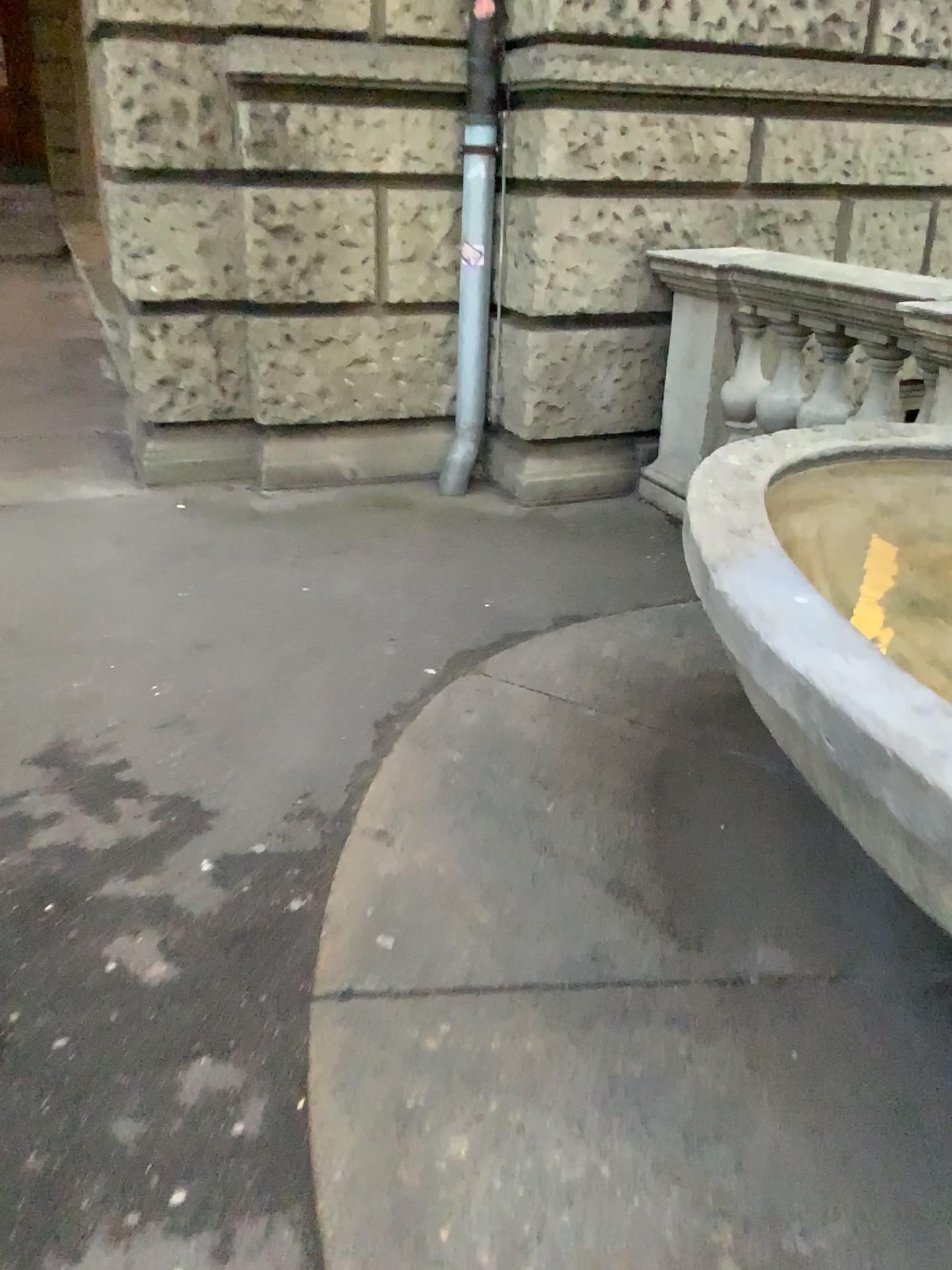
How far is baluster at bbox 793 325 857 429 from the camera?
3.7 meters

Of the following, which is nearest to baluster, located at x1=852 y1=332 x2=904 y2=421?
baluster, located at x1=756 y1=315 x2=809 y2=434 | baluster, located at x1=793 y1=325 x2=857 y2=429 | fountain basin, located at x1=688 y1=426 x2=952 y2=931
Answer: baluster, located at x1=793 y1=325 x2=857 y2=429

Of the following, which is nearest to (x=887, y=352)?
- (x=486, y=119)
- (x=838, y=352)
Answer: (x=838, y=352)

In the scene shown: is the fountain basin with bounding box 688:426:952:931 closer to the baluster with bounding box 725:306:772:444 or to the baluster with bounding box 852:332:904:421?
the baluster with bounding box 852:332:904:421

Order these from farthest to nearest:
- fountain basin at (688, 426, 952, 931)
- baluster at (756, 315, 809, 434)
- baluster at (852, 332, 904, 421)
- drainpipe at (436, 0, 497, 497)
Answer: drainpipe at (436, 0, 497, 497) < baluster at (756, 315, 809, 434) < baluster at (852, 332, 904, 421) < fountain basin at (688, 426, 952, 931)

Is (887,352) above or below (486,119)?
below

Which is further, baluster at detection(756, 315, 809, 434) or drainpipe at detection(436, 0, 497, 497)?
drainpipe at detection(436, 0, 497, 497)

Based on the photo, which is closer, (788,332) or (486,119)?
(788,332)

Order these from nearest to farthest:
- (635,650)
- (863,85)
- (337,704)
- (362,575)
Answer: (337,704) < (635,650) < (362,575) < (863,85)

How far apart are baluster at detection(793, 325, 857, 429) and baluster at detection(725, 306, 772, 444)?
0.3m
